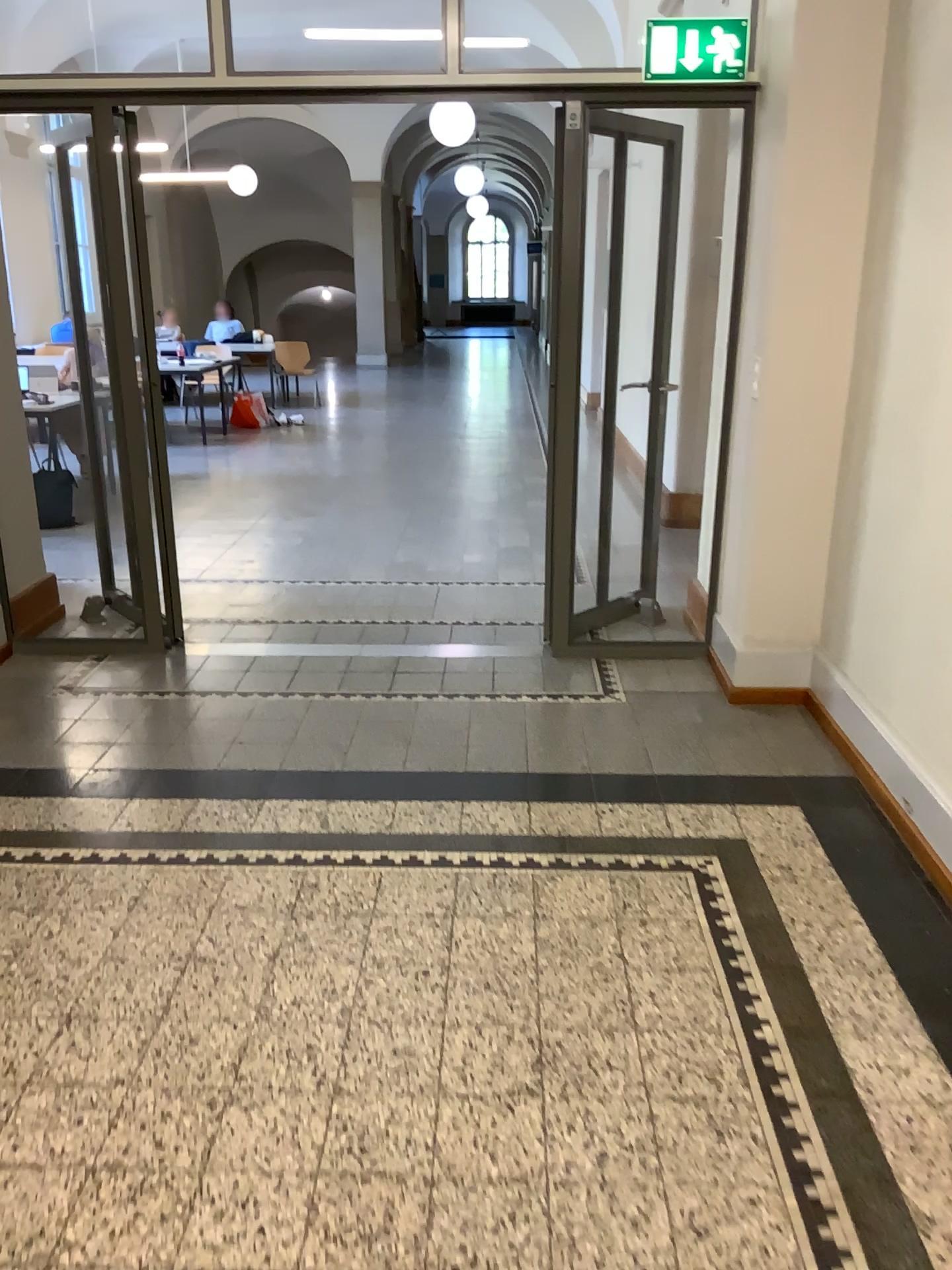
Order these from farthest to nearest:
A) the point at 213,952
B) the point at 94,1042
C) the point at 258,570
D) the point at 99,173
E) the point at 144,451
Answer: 1. the point at 258,570
2. the point at 144,451
3. the point at 99,173
4. the point at 213,952
5. the point at 94,1042
